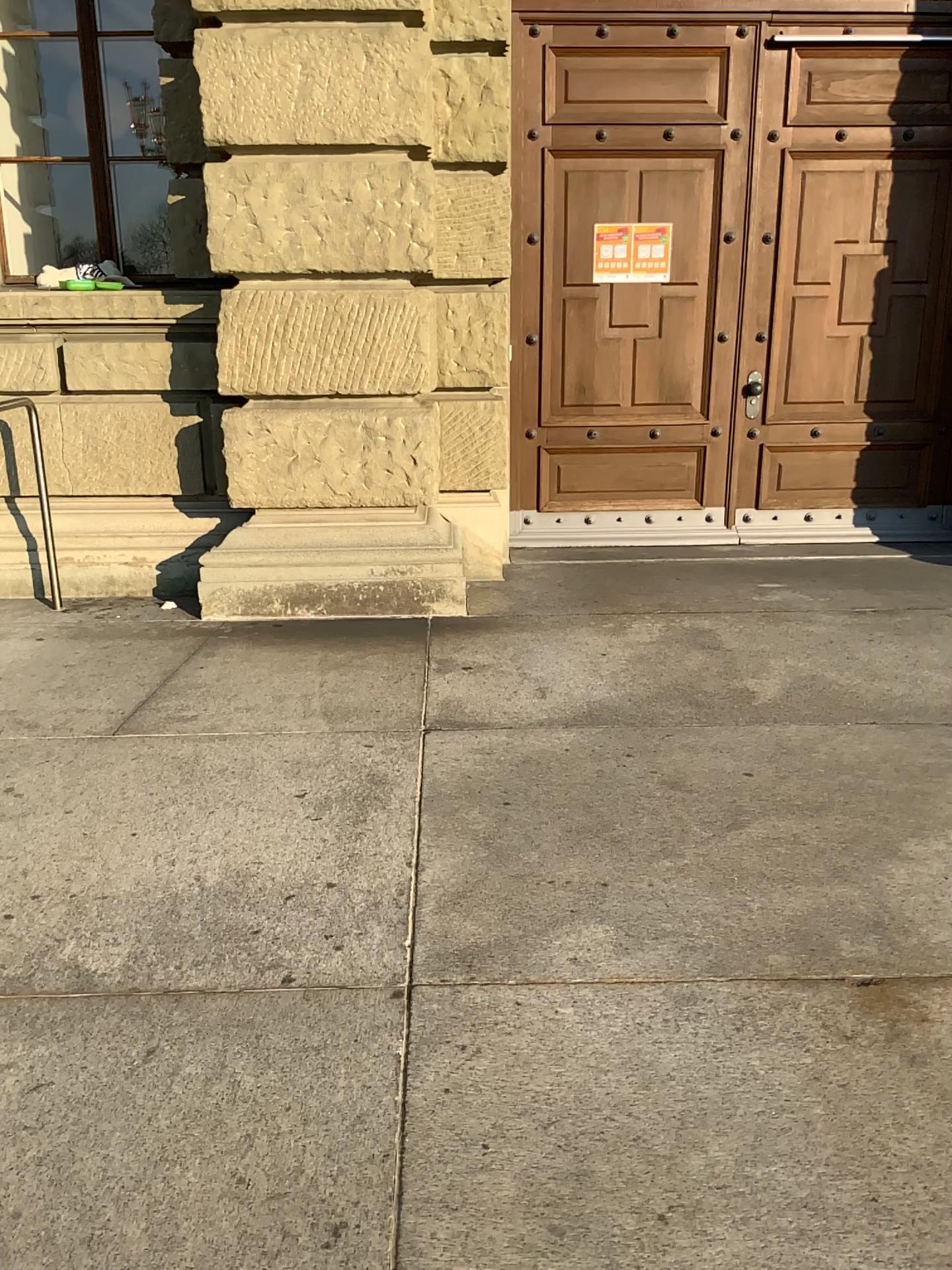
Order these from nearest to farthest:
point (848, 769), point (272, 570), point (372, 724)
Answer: point (848, 769)
point (372, 724)
point (272, 570)
